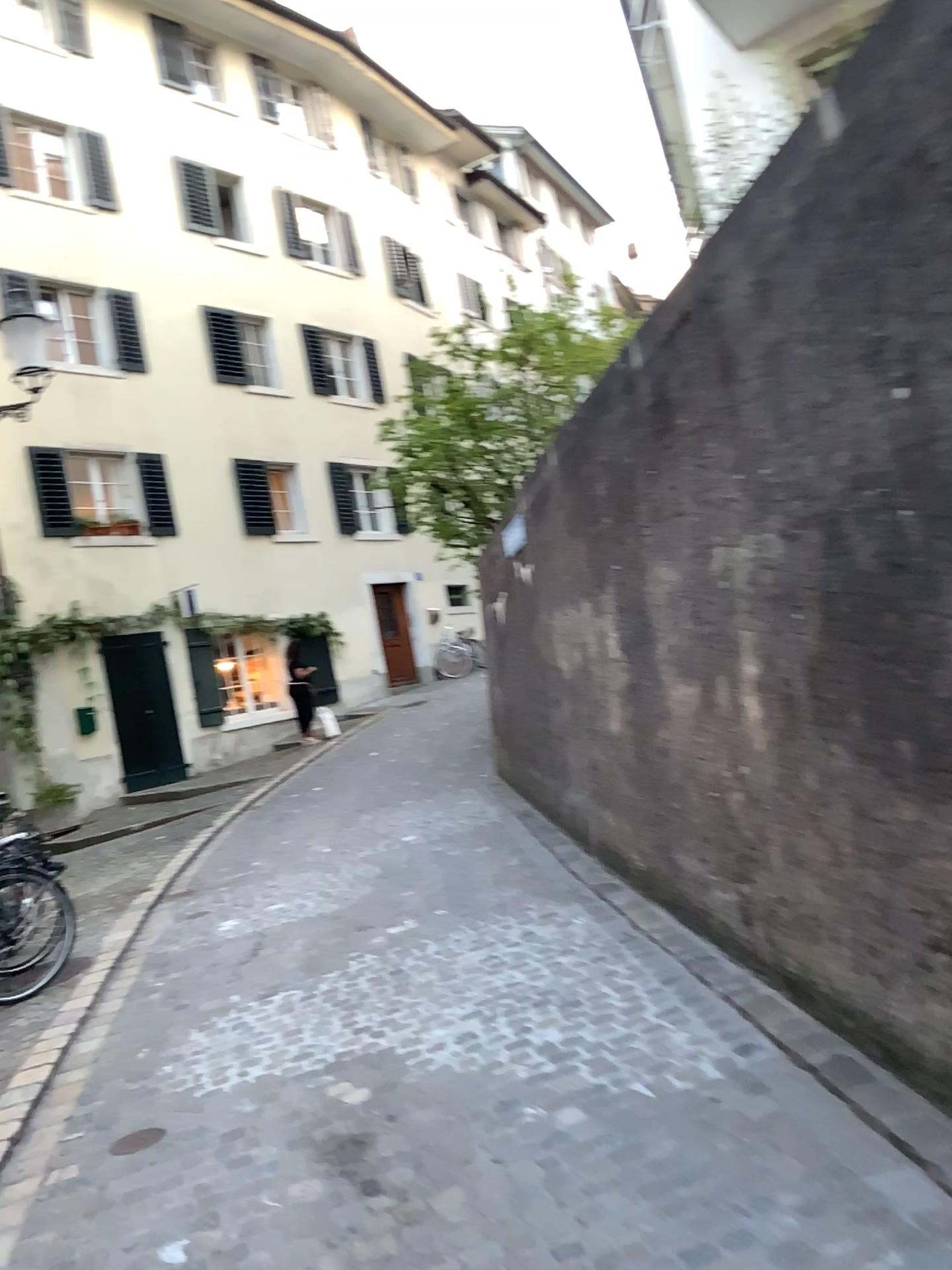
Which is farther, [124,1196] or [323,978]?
[323,978]
